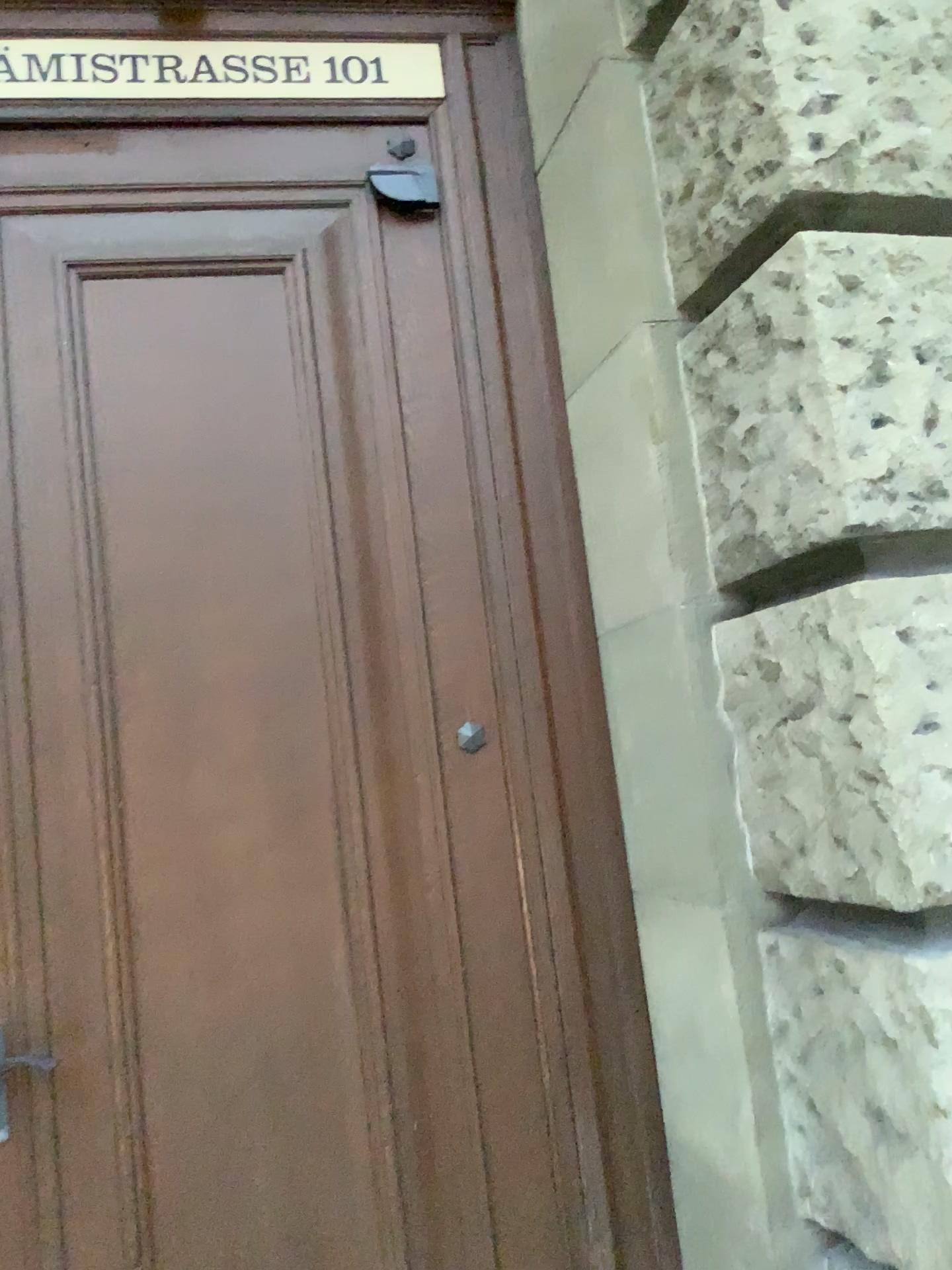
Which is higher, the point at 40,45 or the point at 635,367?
the point at 40,45

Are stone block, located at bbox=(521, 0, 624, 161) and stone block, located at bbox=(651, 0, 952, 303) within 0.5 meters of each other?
yes

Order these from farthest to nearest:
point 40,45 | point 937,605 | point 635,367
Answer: point 40,45, point 635,367, point 937,605

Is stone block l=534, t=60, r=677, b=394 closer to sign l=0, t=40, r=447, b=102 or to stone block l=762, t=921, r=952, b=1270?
sign l=0, t=40, r=447, b=102

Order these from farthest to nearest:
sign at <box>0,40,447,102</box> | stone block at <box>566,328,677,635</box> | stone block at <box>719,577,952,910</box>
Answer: sign at <box>0,40,447,102</box> → stone block at <box>566,328,677,635</box> → stone block at <box>719,577,952,910</box>

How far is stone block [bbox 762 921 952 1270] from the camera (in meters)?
1.36

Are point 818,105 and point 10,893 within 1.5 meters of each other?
no

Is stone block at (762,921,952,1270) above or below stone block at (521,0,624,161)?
below

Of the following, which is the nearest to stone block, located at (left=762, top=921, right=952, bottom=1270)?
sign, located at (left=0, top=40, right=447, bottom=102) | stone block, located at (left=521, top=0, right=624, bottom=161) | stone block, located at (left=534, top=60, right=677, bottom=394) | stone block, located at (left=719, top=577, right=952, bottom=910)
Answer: stone block, located at (left=719, top=577, right=952, bottom=910)

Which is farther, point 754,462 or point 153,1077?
point 153,1077
